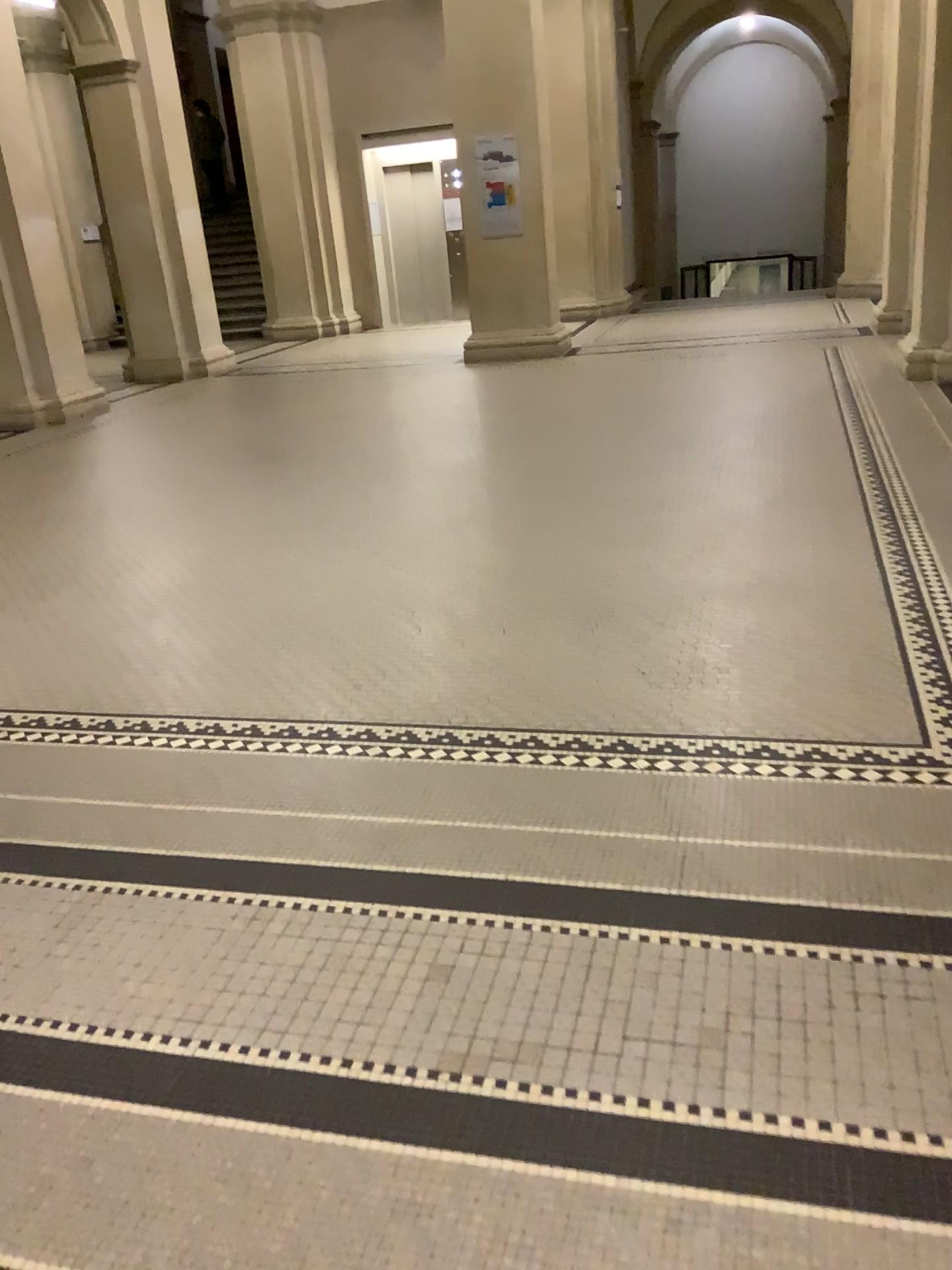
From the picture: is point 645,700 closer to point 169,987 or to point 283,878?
point 283,878
